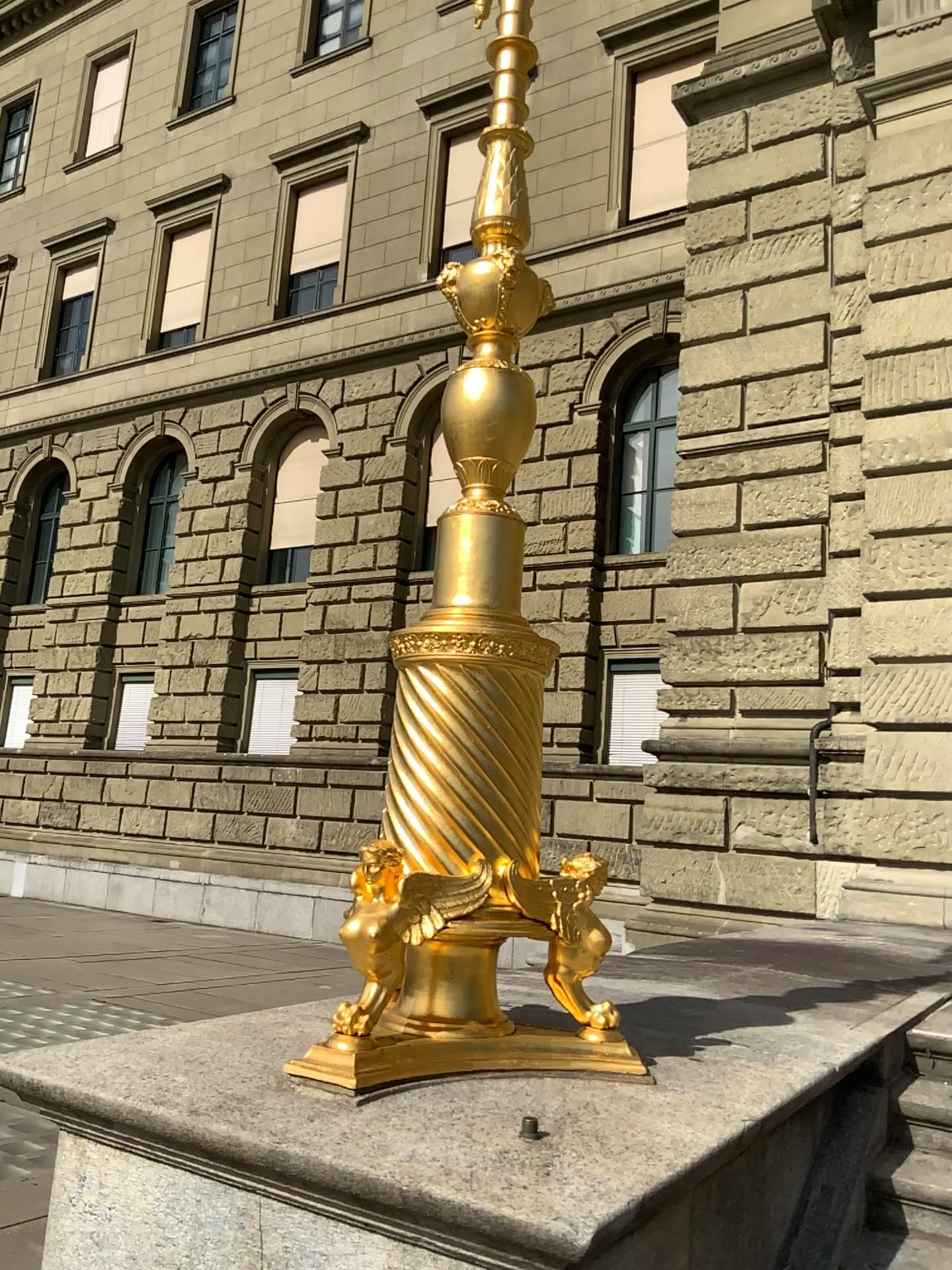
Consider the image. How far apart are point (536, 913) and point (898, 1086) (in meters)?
1.69
